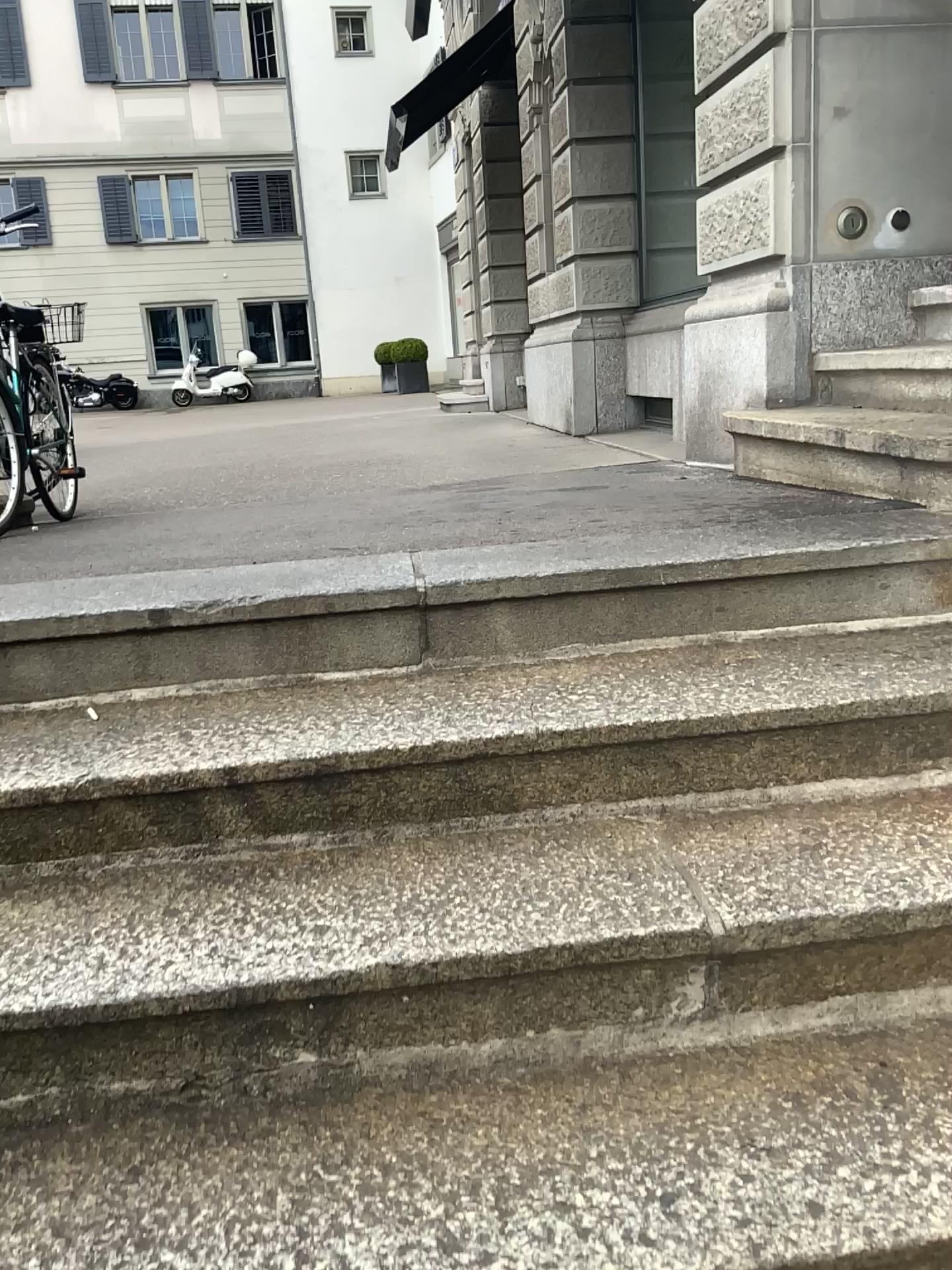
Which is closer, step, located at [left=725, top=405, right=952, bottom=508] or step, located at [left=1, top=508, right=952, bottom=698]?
step, located at [left=1, top=508, right=952, bottom=698]

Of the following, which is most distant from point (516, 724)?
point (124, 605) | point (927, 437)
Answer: point (927, 437)

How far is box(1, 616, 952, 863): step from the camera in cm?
164

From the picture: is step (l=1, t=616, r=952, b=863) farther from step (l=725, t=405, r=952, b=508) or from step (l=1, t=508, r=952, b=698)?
step (l=725, t=405, r=952, b=508)

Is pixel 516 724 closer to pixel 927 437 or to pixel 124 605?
pixel 124 605

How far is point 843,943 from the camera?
1.40m

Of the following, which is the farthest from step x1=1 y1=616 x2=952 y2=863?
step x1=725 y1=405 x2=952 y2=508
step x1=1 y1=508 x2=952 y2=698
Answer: step x1=725 y1=405 x2=952 y2=508

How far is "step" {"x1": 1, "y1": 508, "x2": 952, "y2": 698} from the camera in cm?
188

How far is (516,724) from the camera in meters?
1.6

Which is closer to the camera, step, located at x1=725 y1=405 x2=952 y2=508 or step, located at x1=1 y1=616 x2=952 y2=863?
step, located at x1=1 y1=616 x2=952 y2=863
